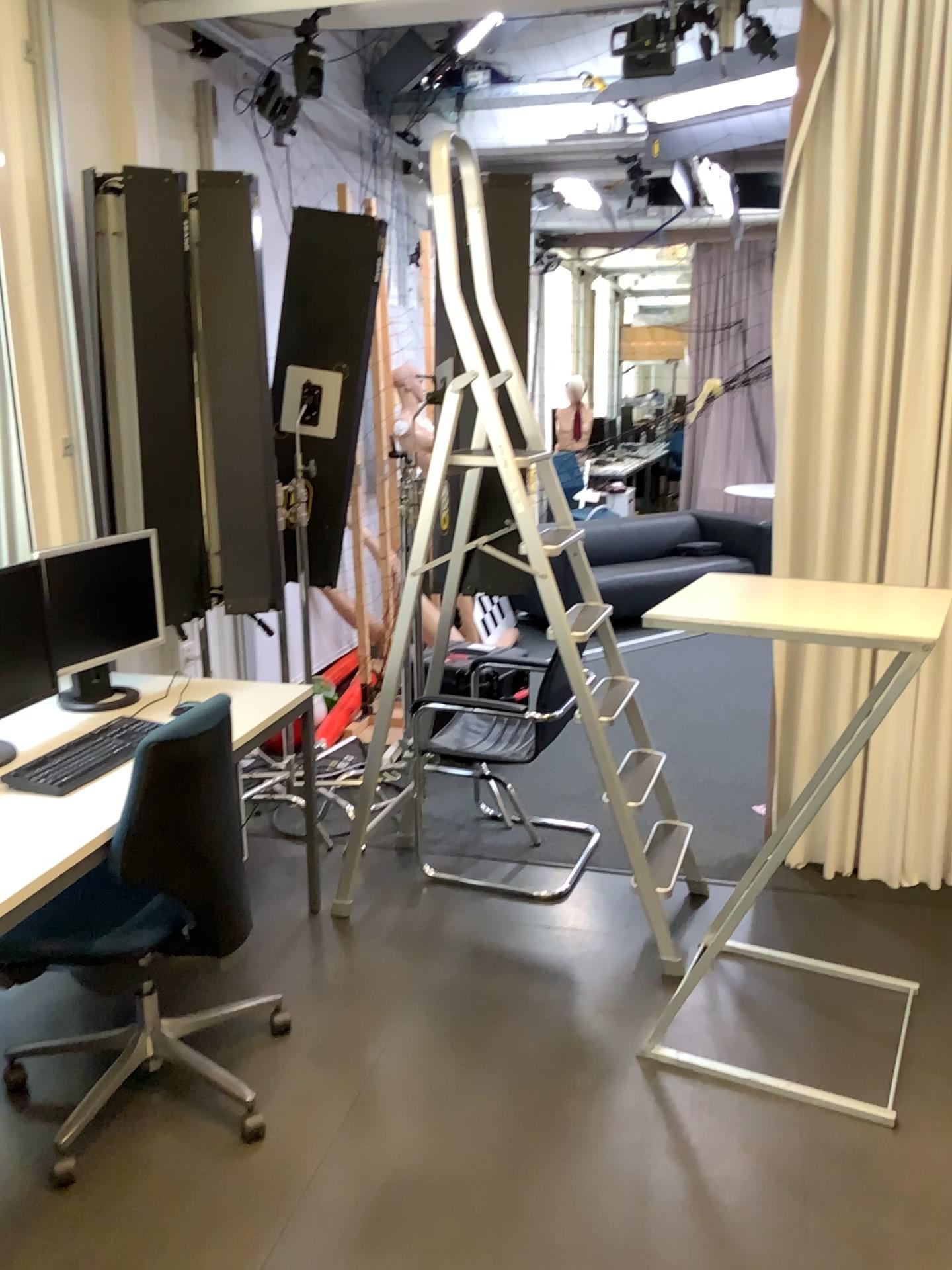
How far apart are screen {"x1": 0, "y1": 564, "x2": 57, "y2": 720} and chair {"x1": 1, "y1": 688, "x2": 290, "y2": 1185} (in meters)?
0.56

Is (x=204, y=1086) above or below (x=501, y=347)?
below

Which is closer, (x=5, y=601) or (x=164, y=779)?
(x=164, y=779)

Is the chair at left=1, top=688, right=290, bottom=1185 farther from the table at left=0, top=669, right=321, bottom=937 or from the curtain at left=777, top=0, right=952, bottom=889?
the curtain at left=777, top=0, right=952, bottom=889

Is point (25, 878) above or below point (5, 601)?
below

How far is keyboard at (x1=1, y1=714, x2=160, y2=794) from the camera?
2.4m

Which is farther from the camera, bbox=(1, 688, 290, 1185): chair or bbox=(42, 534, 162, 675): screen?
bbox=(42, 534, 162, 675): screen

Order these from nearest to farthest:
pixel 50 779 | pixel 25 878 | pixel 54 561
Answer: → pixel 25 878 → pixel 50 779 → pixel 54 561

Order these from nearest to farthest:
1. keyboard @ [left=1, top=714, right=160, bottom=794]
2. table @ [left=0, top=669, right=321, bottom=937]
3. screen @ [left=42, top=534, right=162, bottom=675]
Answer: table @ [left=0, top=669, right=321, bottom=937] → keyboard @ [left=1, top=714, right=160, bottom=794] → screen @ [left=42, top=534, right=162, bottom=675]

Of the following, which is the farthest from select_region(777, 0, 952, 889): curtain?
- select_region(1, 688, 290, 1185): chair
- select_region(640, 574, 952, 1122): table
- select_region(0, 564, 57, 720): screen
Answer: select_region(0, 564, 57, 720): screen
